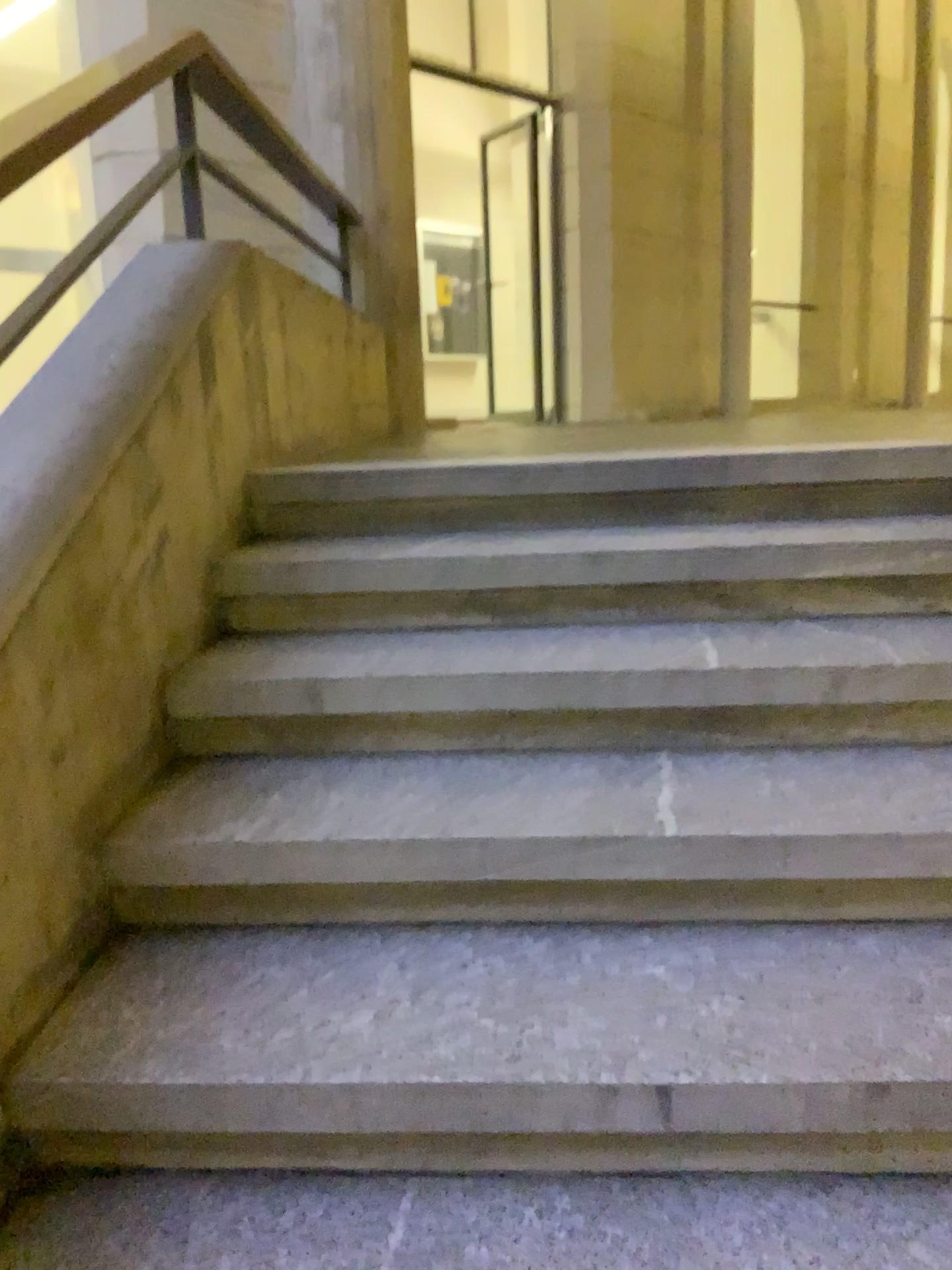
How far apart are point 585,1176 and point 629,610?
1.0 meters
